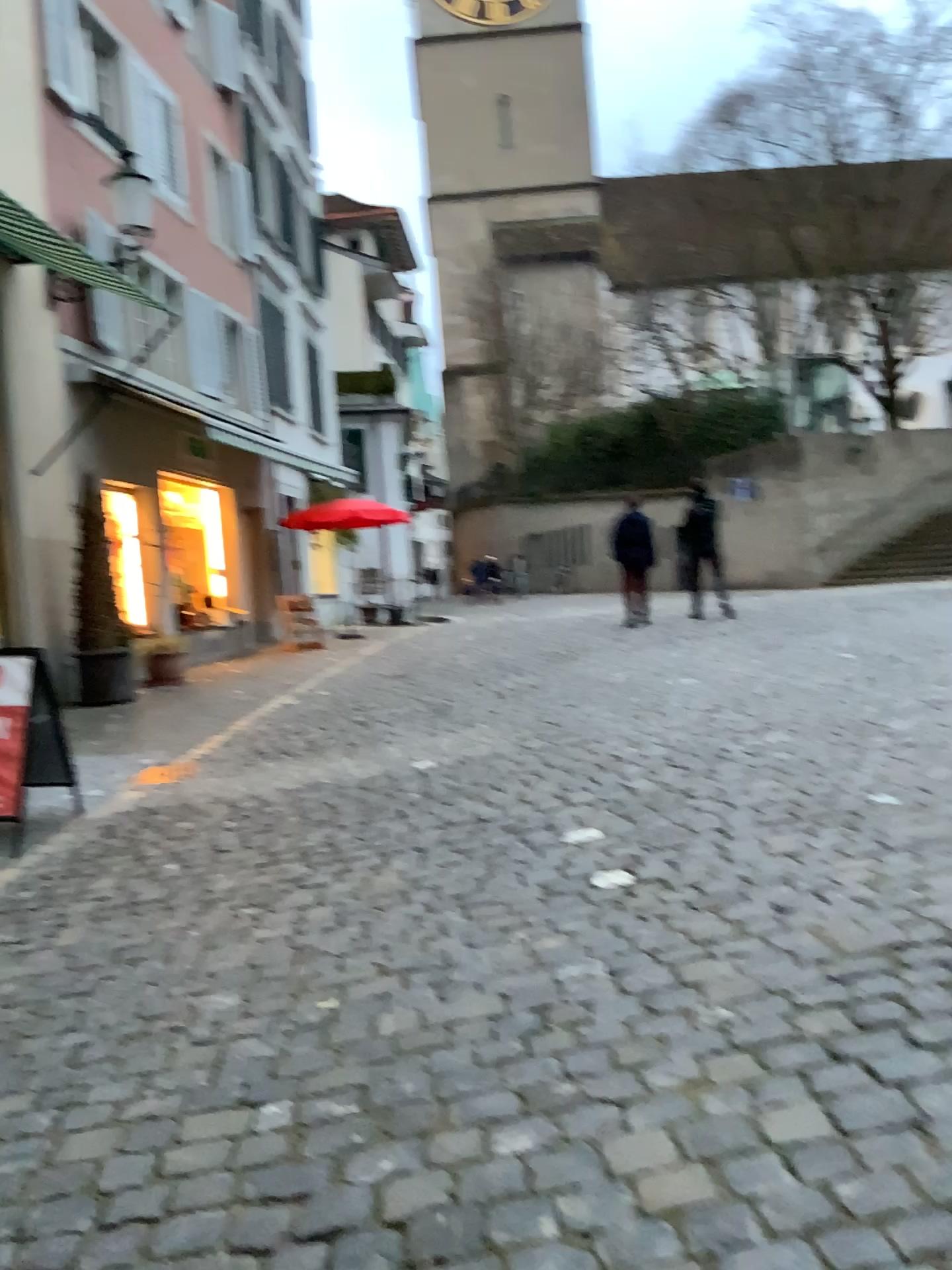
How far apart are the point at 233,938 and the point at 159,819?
1.9m
